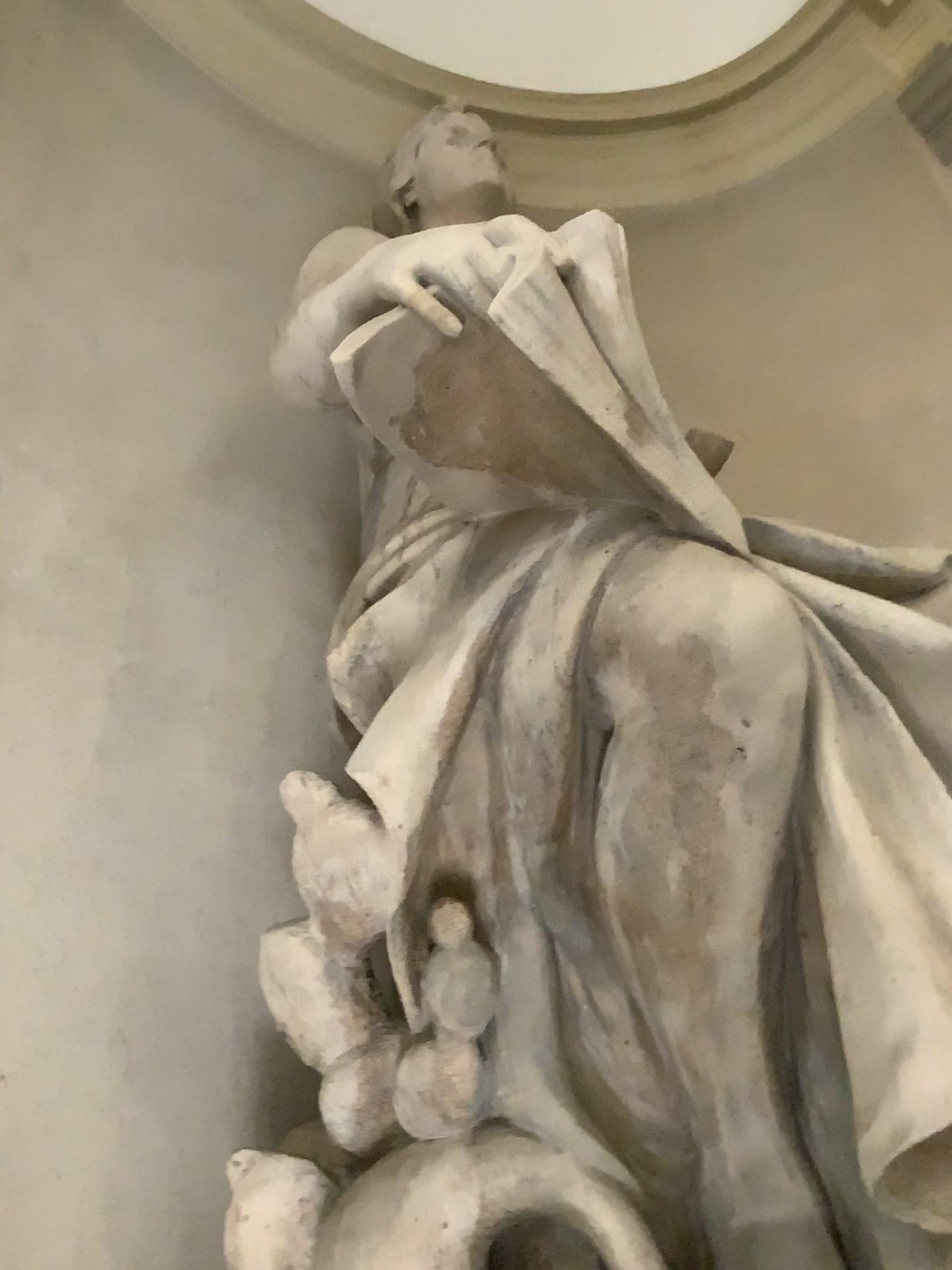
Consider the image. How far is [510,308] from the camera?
1.3 meters

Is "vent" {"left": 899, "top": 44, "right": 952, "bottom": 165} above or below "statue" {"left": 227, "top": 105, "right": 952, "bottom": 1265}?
above

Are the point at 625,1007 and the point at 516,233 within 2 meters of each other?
yes

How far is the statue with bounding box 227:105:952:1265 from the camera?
1.3 meters

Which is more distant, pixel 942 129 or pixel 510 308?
pixel 942 129

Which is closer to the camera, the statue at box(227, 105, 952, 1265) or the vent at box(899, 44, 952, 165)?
the statue at box(227, 105, 952, 1265)

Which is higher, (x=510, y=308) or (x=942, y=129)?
(x=942, y=129)
